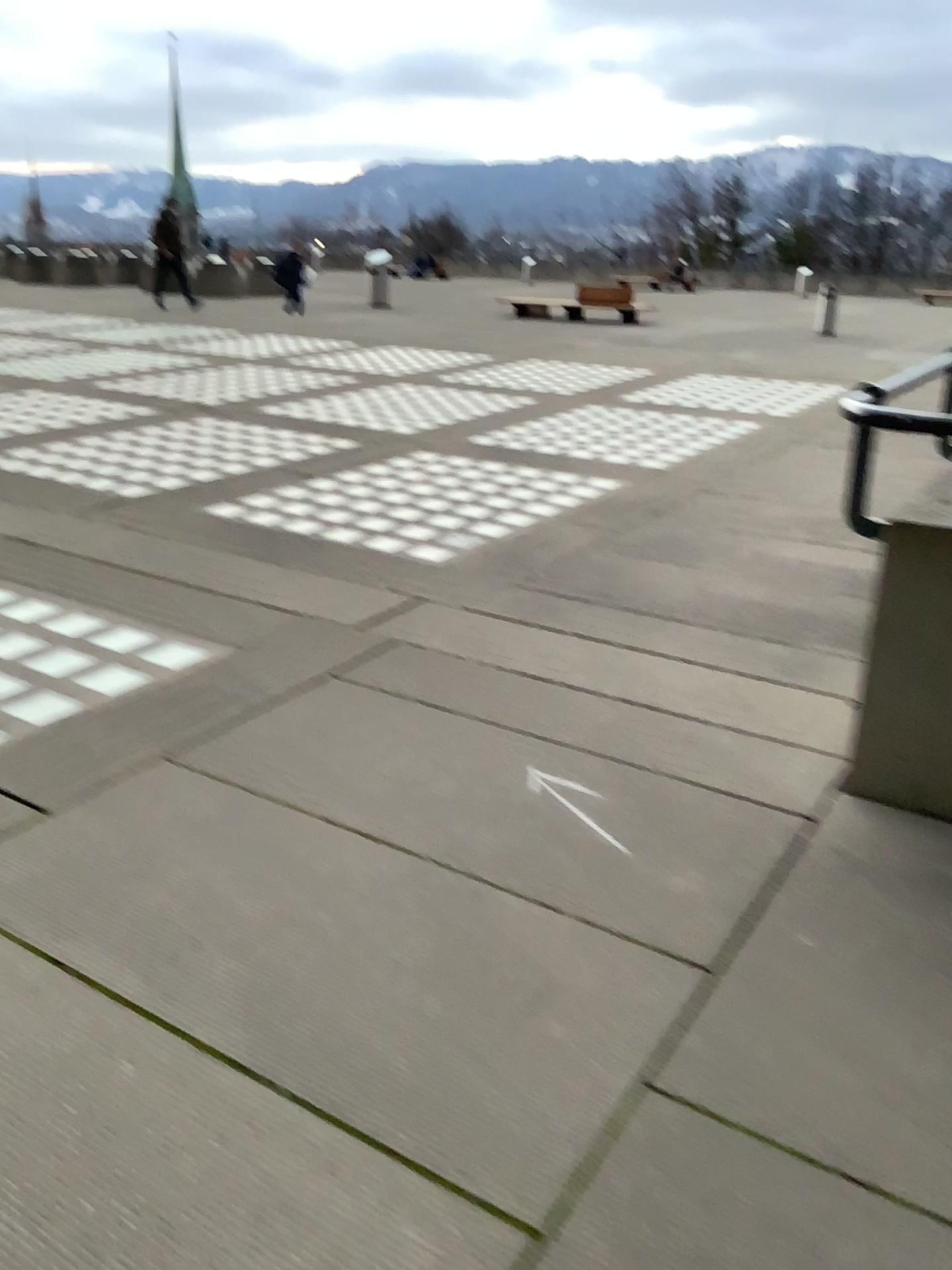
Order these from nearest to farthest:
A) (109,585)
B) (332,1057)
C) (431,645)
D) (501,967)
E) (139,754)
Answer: (332,1057) < (501,967) < (139,754) < (431,645) < (109,585)
